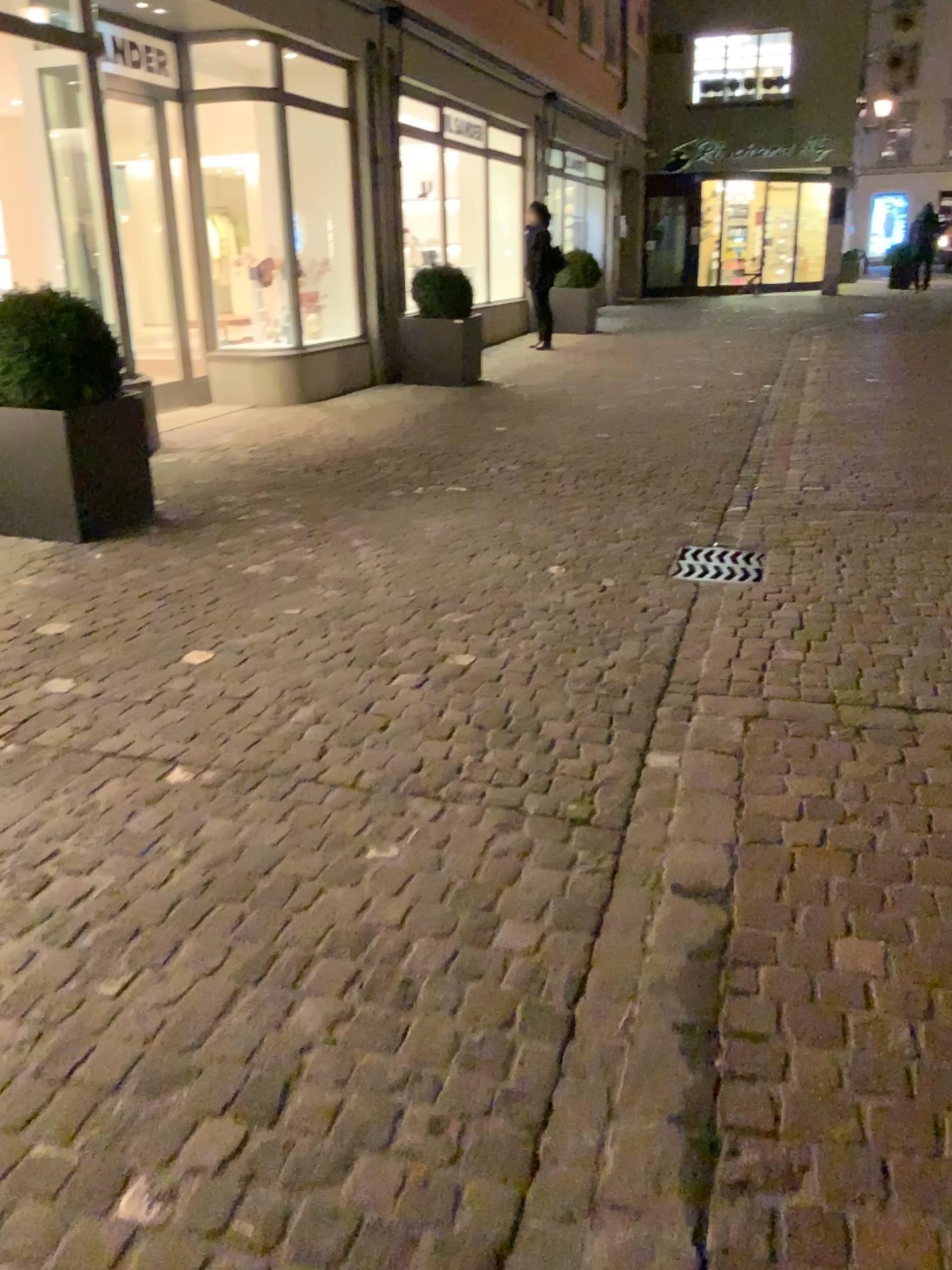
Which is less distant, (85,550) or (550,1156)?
(550,1156)

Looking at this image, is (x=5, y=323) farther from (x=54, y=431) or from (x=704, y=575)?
(x=704, y=575)

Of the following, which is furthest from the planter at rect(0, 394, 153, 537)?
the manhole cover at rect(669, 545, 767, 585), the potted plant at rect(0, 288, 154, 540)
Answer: the manhole cover at rect(669, 545, 767, 585)

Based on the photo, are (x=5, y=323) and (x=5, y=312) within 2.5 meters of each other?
yes

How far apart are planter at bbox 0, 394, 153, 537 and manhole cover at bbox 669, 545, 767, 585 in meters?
2.5

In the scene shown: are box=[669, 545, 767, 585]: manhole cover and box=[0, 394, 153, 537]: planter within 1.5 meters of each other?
no

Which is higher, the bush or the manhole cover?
the bush

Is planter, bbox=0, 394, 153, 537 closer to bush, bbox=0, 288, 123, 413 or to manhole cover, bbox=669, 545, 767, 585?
bush, bbox=0, 288, 123, 413

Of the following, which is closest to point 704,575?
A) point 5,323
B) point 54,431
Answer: point 54,431

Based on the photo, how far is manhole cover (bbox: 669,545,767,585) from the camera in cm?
429
